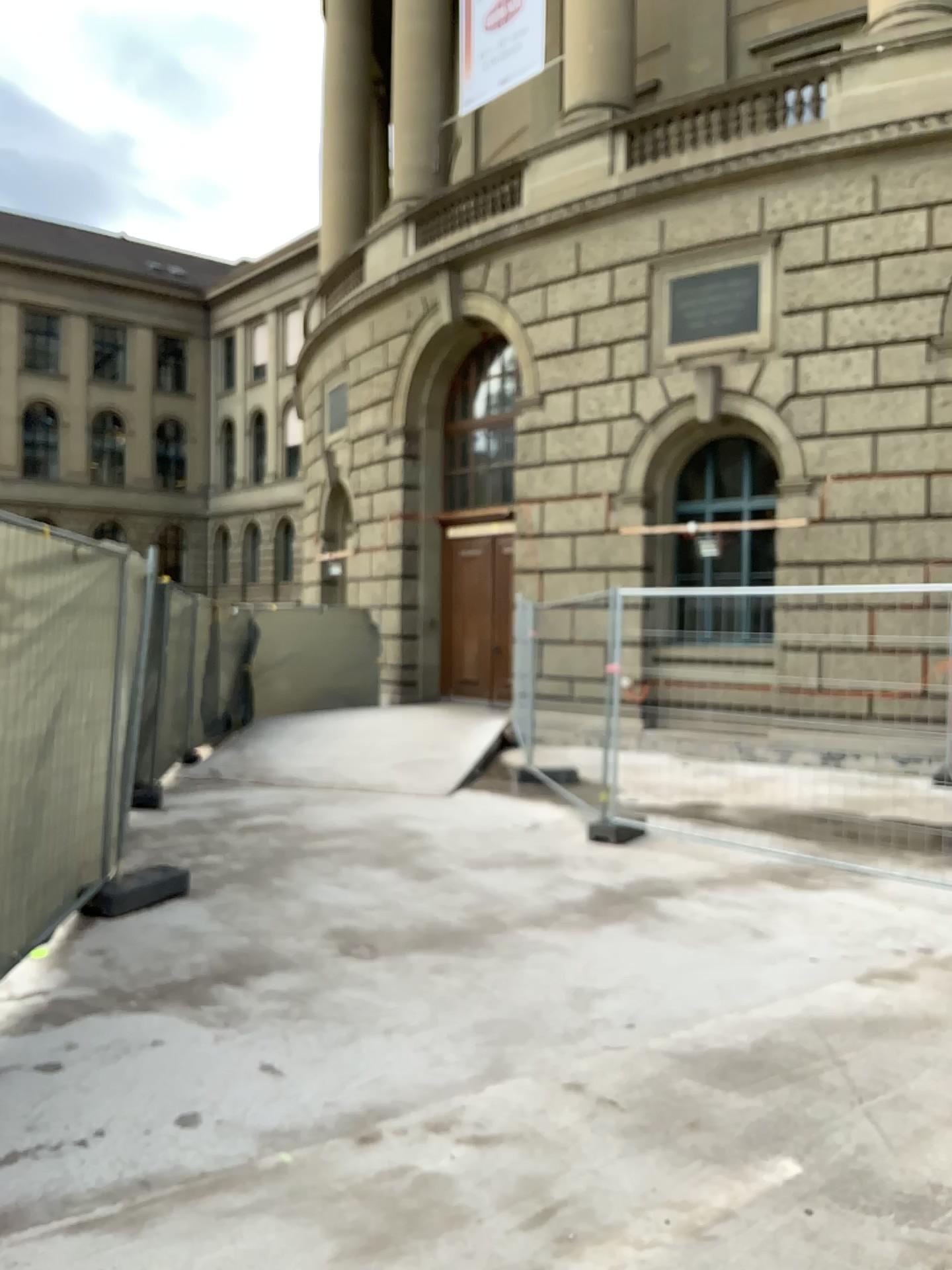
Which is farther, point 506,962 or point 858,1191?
point 506,962
